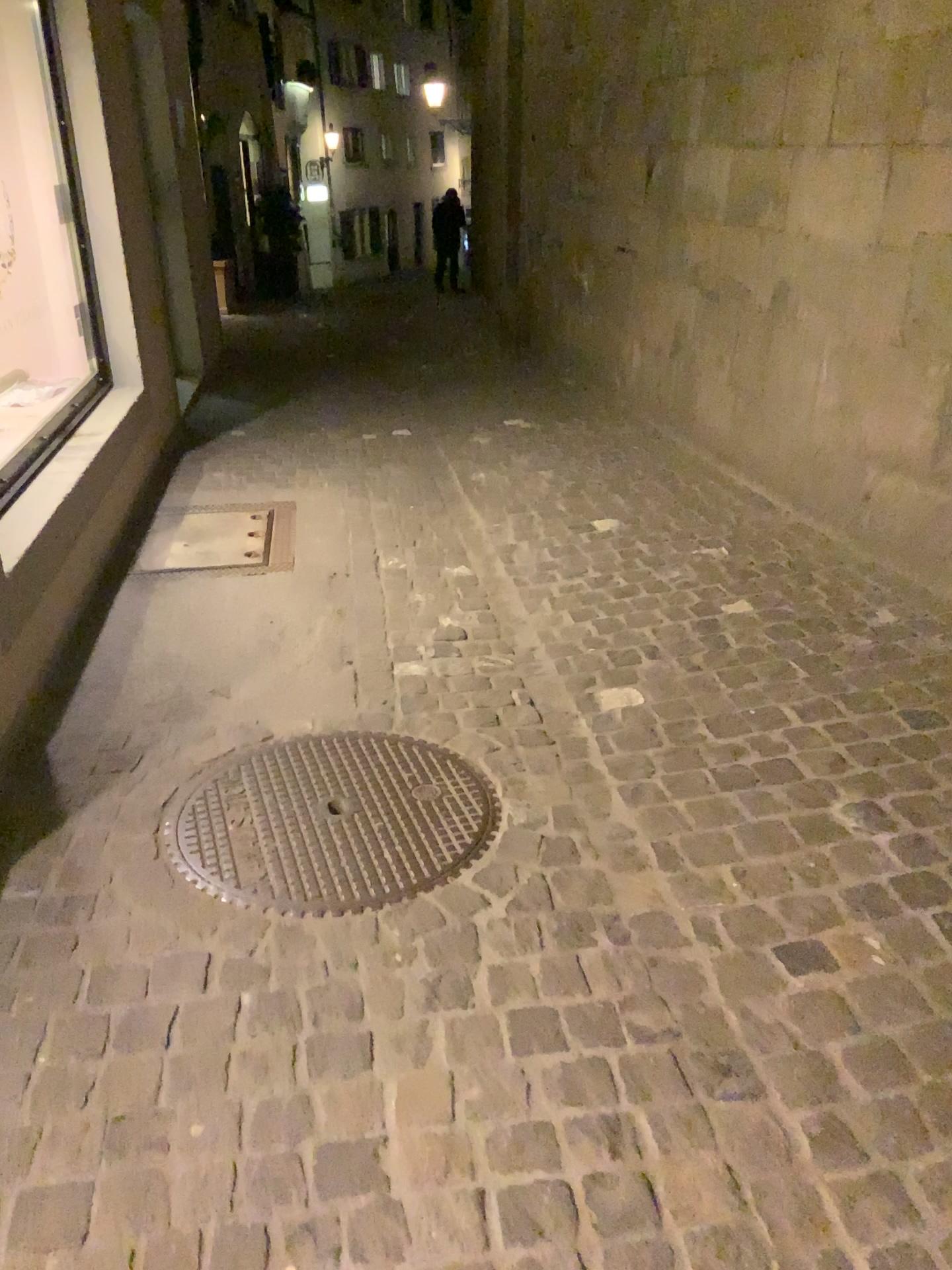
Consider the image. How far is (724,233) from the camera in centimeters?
456cm
